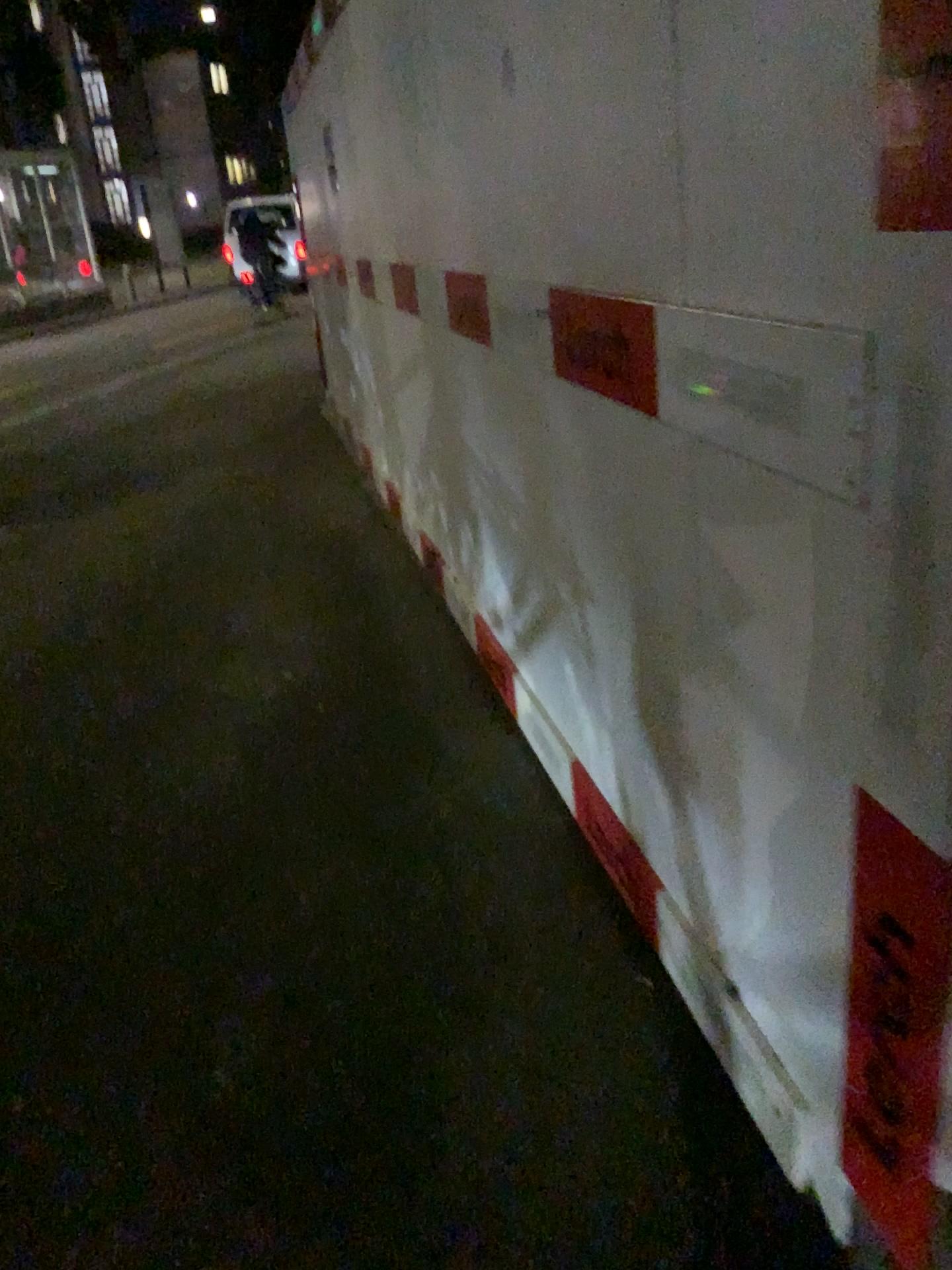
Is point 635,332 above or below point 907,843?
above

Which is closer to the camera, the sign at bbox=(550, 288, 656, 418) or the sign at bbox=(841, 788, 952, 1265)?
the sign at bbox=(841, 788, 952, 1265)

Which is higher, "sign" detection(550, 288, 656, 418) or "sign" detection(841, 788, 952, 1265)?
"sign" detection(550, 288, 656, 418)

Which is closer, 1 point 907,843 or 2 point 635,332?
1 point 907,843

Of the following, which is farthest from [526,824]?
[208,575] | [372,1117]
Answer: [208,575]

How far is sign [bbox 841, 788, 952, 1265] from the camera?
0.94m

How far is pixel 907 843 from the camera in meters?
0.9 m
